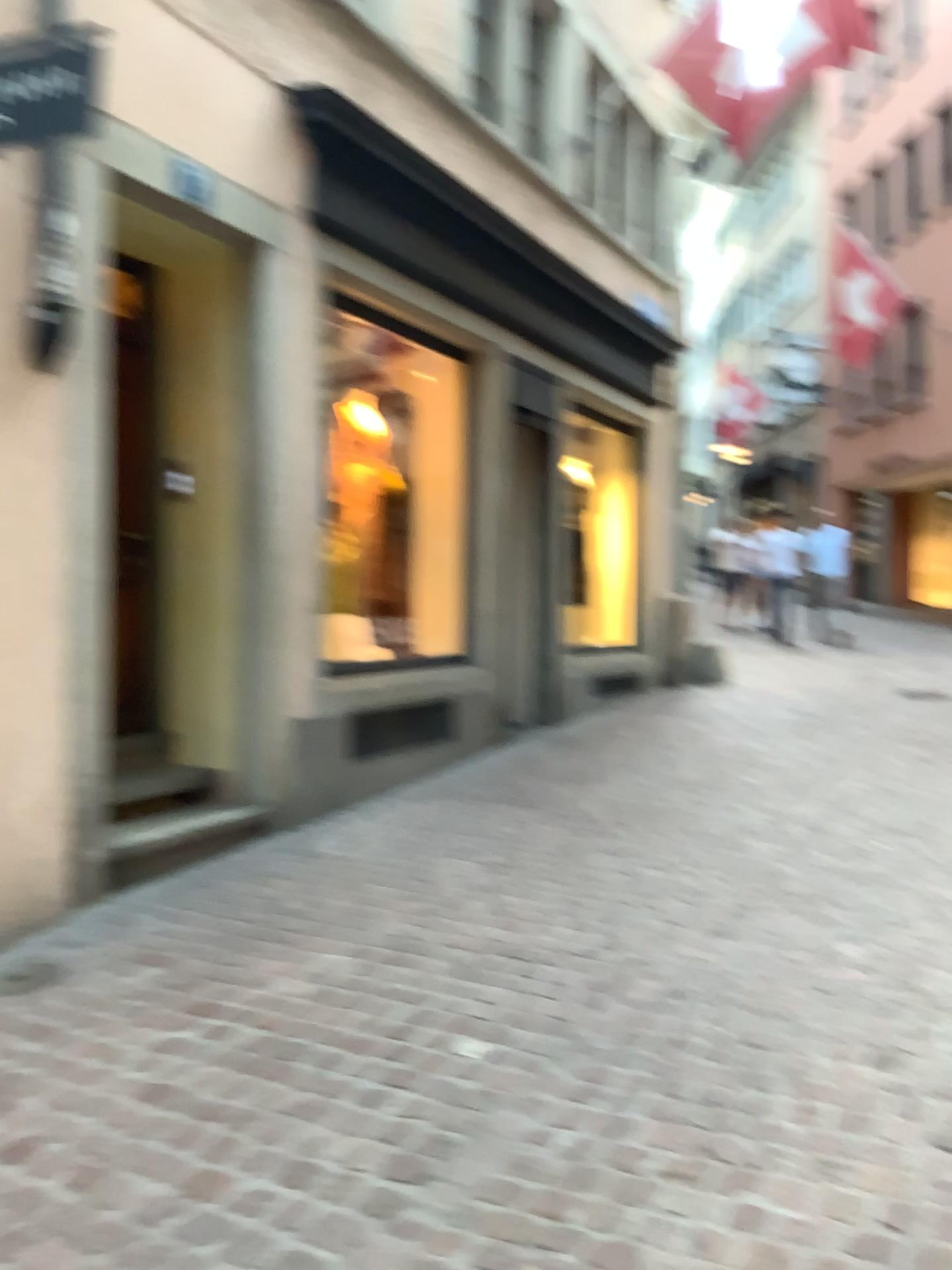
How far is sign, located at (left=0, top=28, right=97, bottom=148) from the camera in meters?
3.7

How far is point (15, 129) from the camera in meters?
3.7

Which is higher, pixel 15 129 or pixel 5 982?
pixel 15 129

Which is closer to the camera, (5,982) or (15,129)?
(5,982)

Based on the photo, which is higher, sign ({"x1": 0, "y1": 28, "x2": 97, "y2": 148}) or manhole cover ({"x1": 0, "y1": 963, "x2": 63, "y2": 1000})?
sign ({"x1": 0, "y1": 28, "x2": 97, "y2": 148})

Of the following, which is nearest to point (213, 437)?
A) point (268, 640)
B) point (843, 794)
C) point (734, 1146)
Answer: point (268, 640)

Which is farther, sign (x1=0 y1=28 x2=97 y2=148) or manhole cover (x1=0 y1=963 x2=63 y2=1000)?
sign (x1=0 y1=28 x2=97 y2=148)
